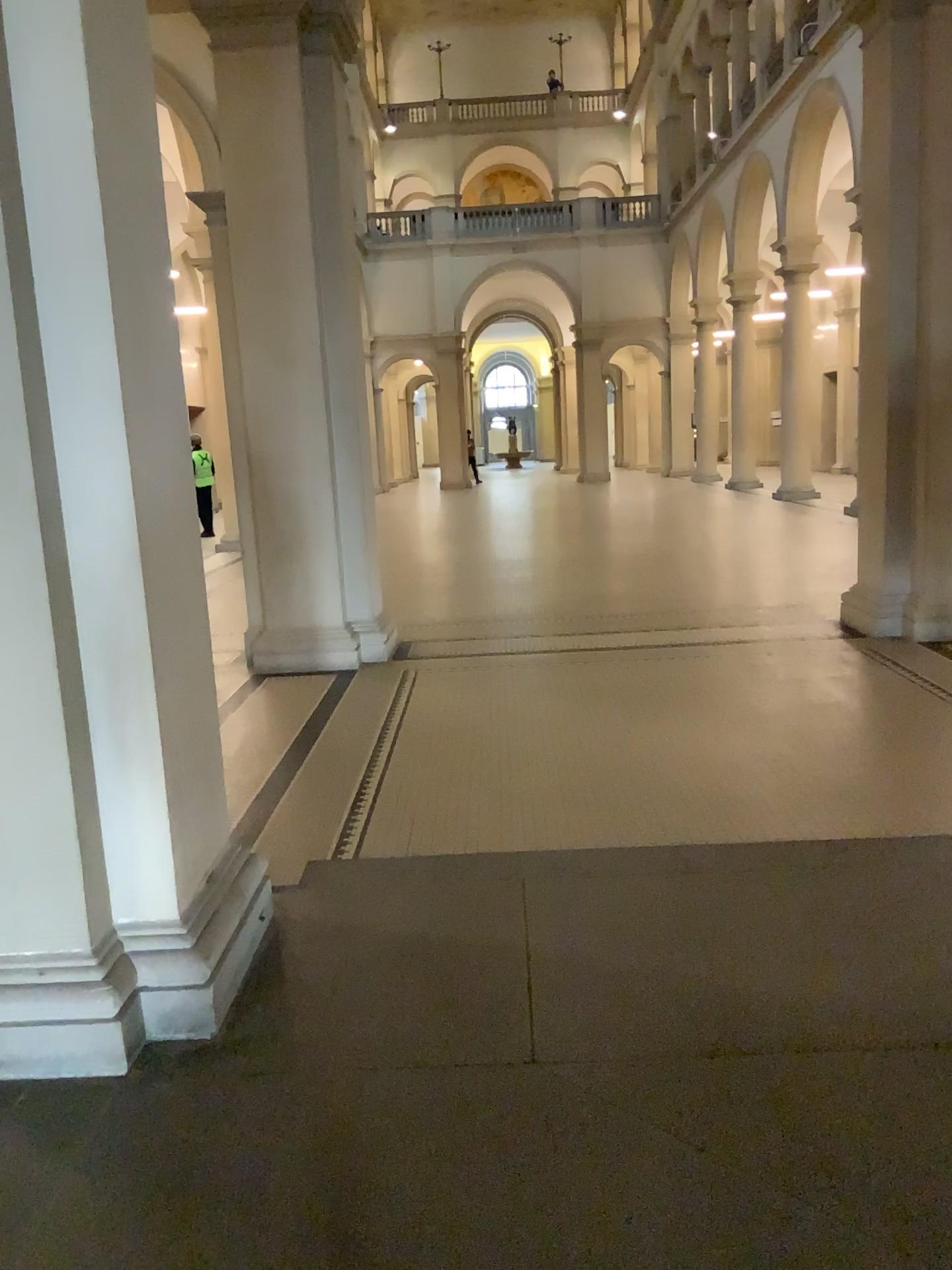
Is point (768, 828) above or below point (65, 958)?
below
